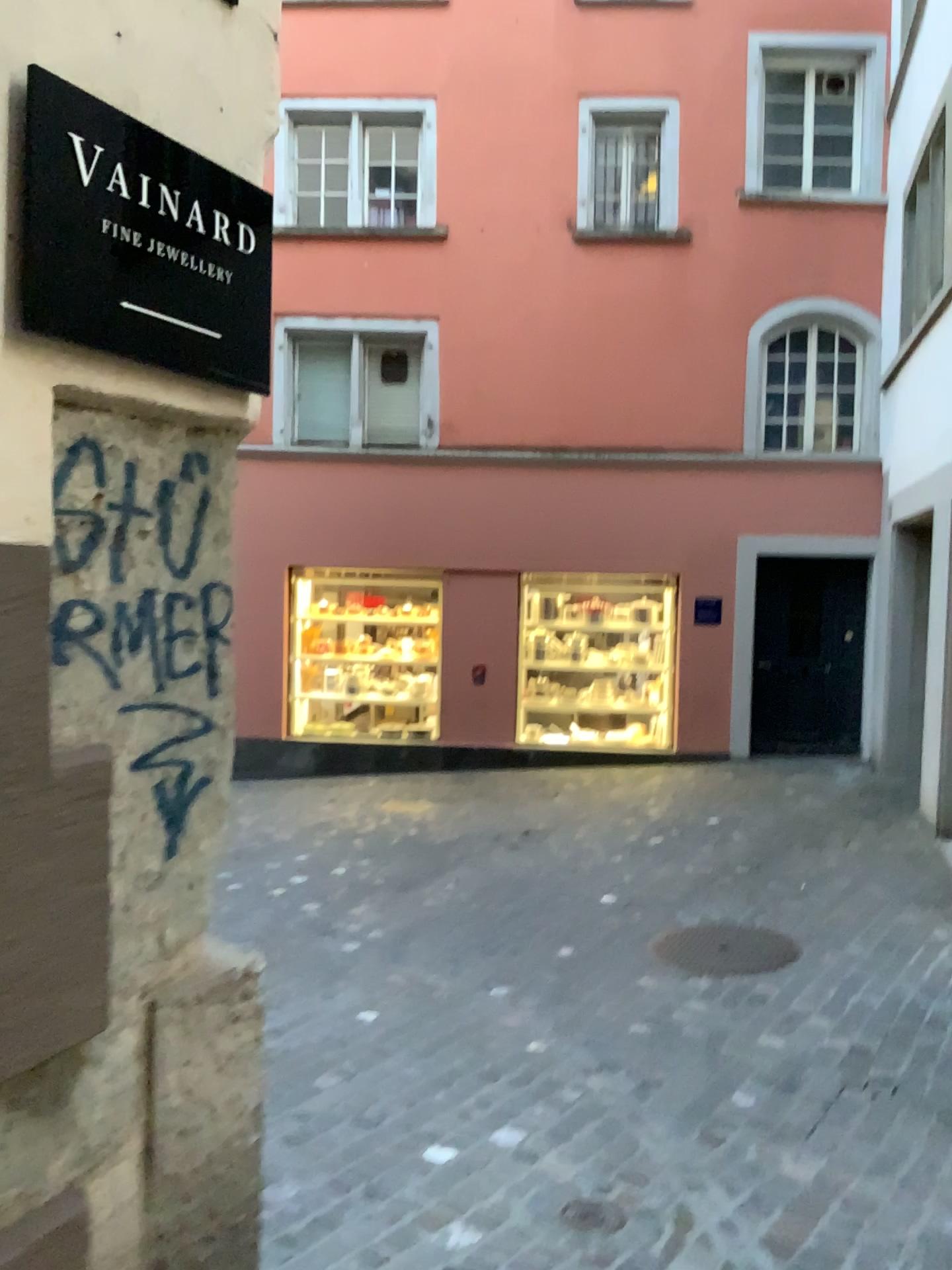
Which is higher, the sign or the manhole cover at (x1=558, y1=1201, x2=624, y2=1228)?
the sign

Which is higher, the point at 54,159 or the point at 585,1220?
the point at 54,159

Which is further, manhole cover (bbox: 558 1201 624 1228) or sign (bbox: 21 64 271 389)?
manhole cover (bbox: 558 1201 624 1228)

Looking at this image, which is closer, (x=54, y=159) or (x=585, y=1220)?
(x=54, y=159)

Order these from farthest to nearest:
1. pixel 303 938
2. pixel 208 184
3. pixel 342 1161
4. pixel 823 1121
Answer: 1. pixel 303 938
2. pixel 823 1121
3. pixel 342 1161
4. pixel 208 184
